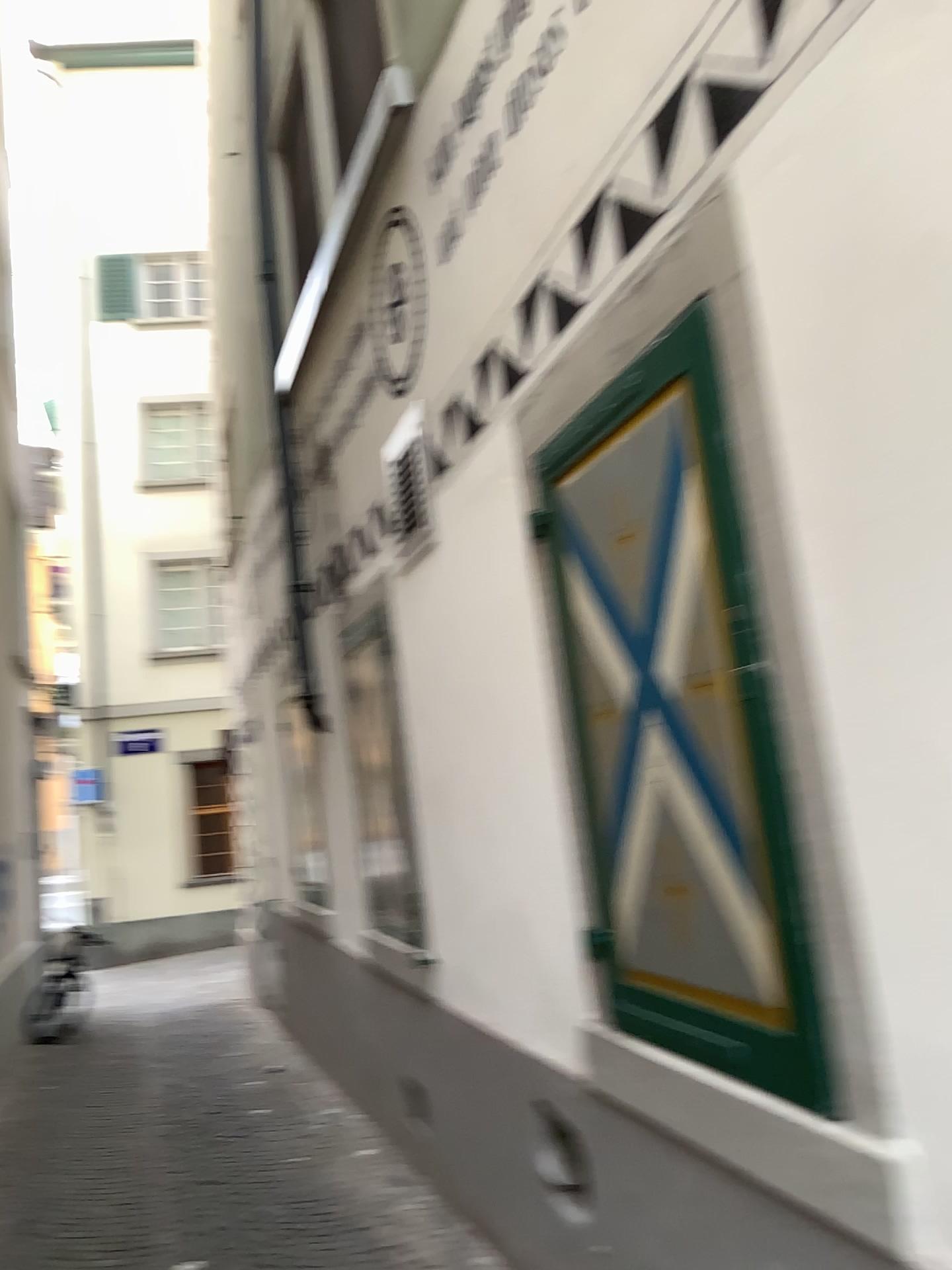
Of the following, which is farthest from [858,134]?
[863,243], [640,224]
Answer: [640,224]
